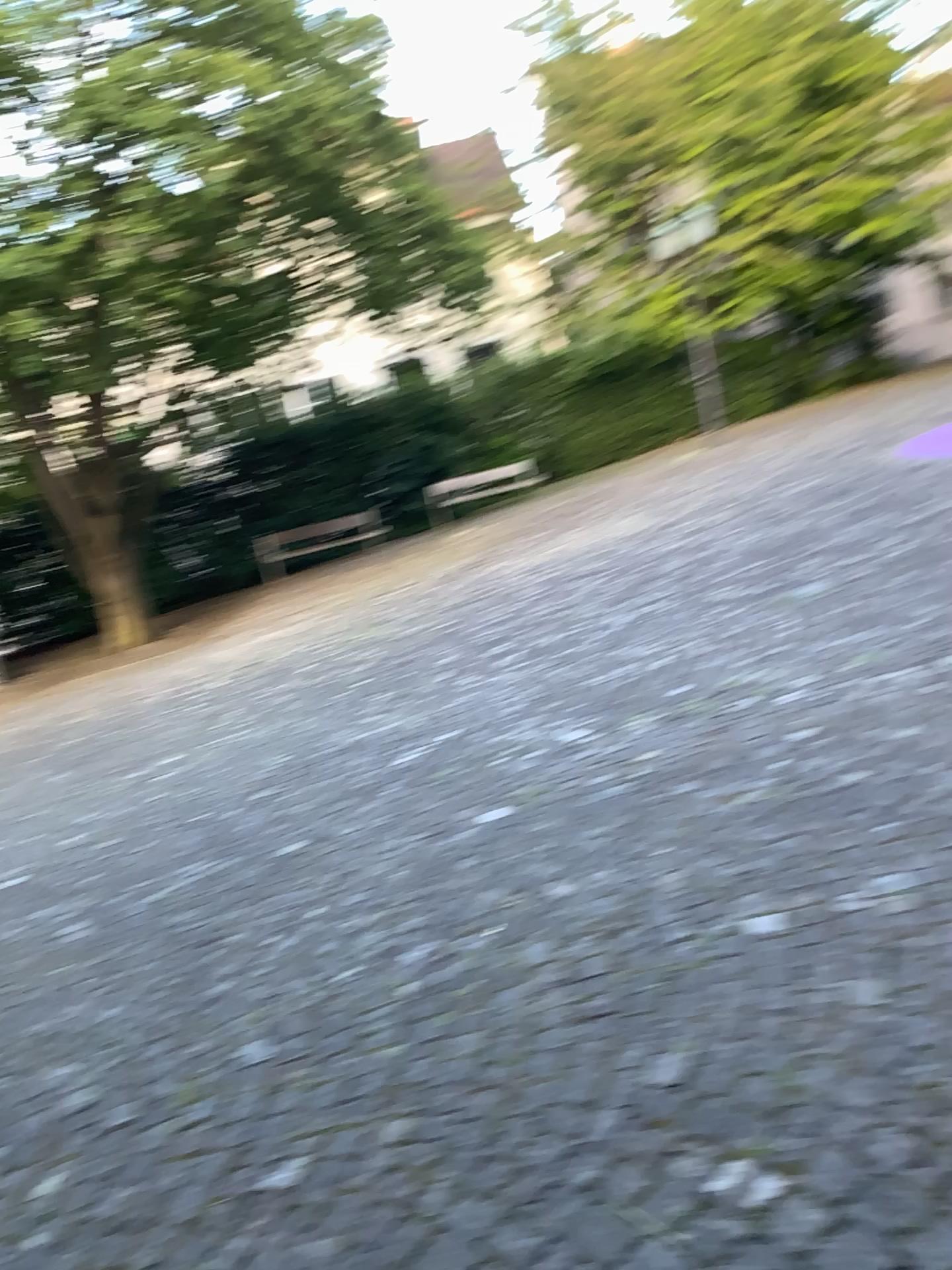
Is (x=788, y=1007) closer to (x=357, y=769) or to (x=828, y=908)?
(x=828, y=908)
